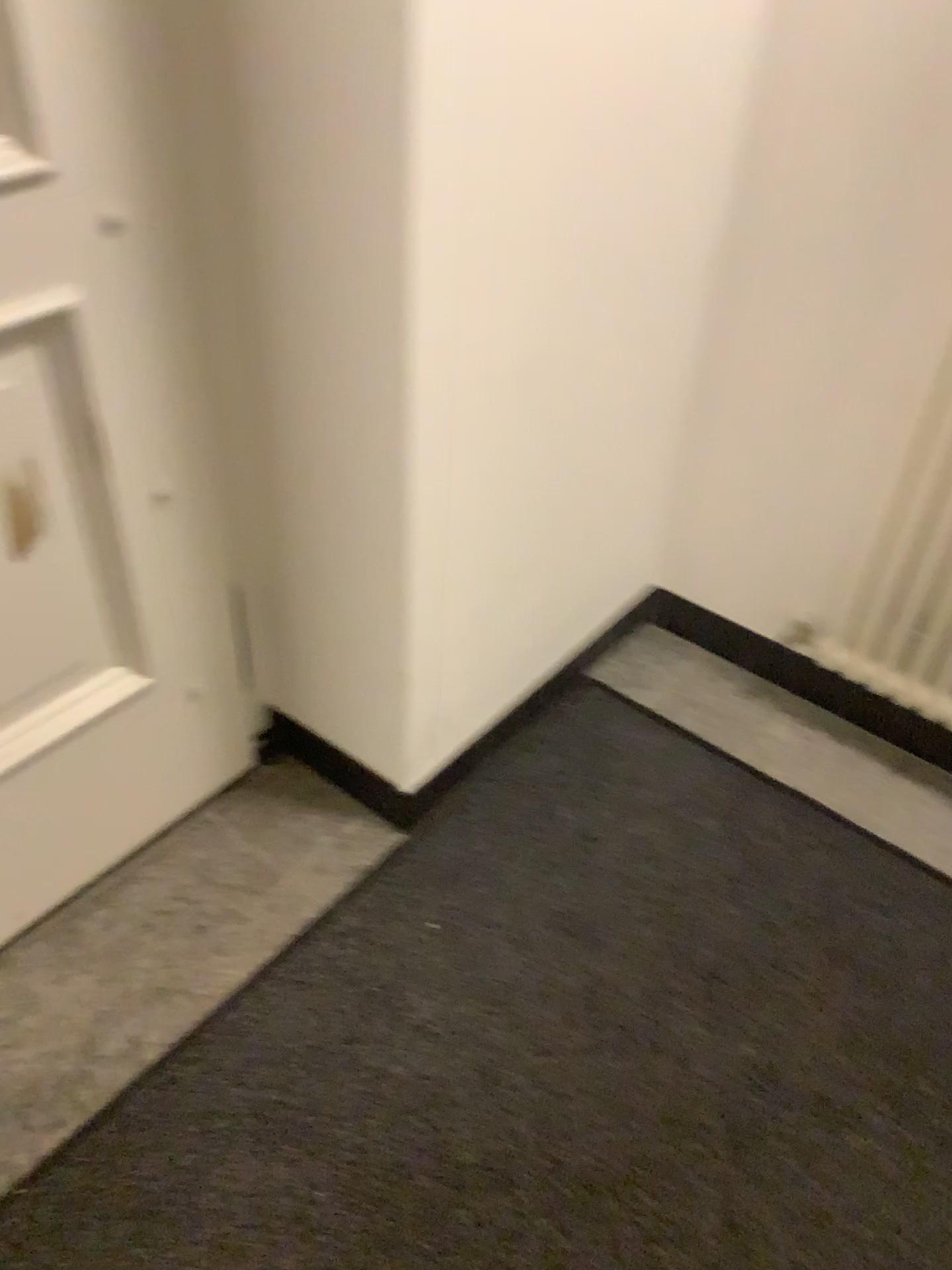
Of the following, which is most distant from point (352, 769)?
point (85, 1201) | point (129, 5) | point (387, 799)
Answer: point (129, 5)

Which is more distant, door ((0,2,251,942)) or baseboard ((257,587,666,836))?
baseboard ((257,587,666,836))

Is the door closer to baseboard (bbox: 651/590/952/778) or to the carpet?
the carpet

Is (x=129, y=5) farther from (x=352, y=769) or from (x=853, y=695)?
(x=853, y=695)

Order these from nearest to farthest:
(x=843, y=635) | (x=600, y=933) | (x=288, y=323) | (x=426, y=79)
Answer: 1. (x=426, y=79)
2. (x=288, y=323)
3. (x=600, y=933)
4. (x=843, y=635)

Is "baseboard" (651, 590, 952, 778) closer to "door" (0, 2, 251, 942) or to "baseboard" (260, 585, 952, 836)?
"baseboard" (260, 585, 952, 836)

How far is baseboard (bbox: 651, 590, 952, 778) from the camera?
1.90m

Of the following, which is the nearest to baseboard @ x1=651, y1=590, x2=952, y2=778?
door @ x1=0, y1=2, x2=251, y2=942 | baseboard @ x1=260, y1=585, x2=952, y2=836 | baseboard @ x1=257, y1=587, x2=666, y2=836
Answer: baseboard @ x1=260, y1=585, x2=952, y2=836

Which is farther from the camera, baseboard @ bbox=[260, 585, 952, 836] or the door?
baseboard @ bbox=[260, 585, 952, 836]

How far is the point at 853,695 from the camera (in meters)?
1.90
